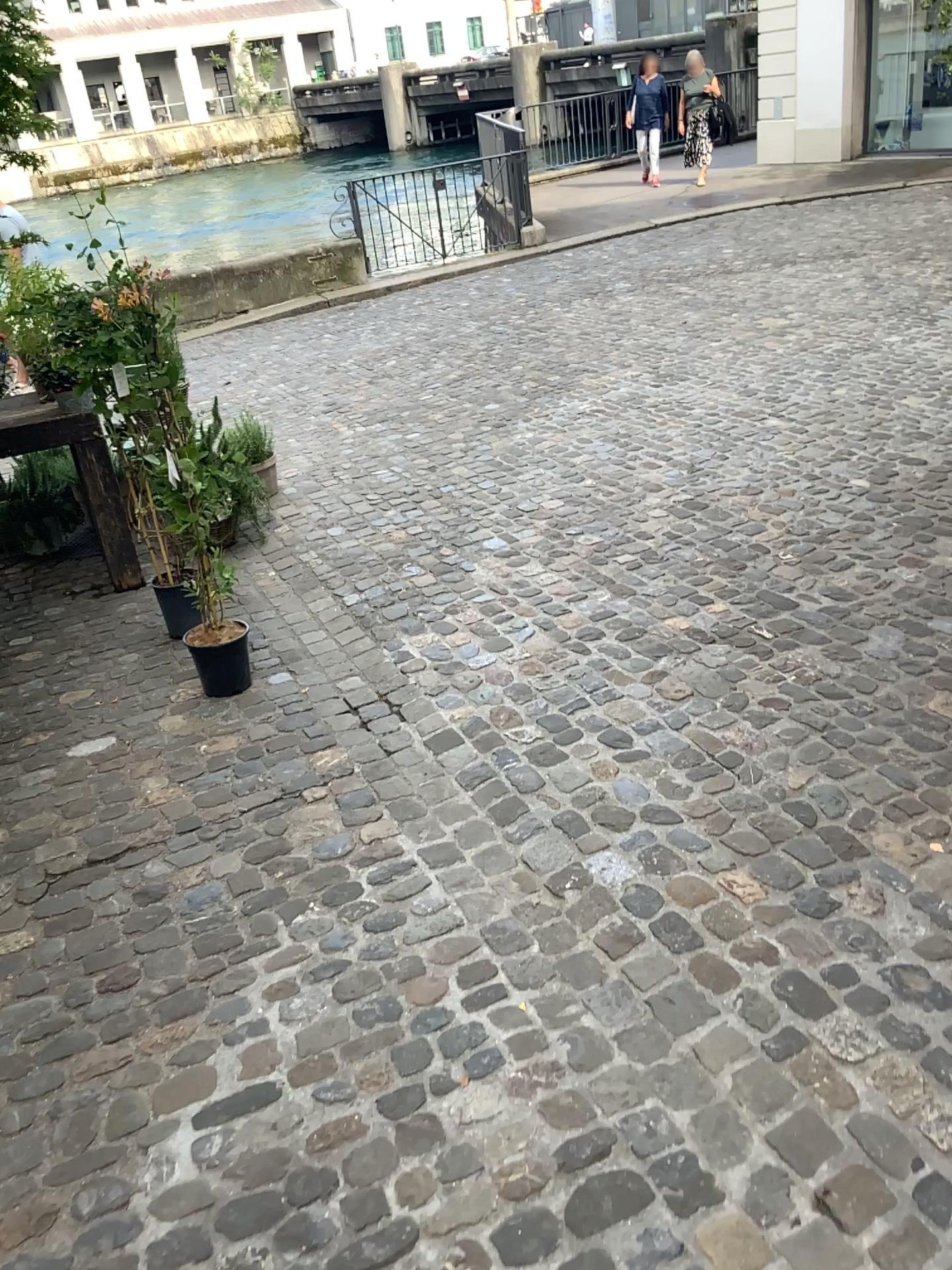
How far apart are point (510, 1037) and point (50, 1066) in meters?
0.9 m
